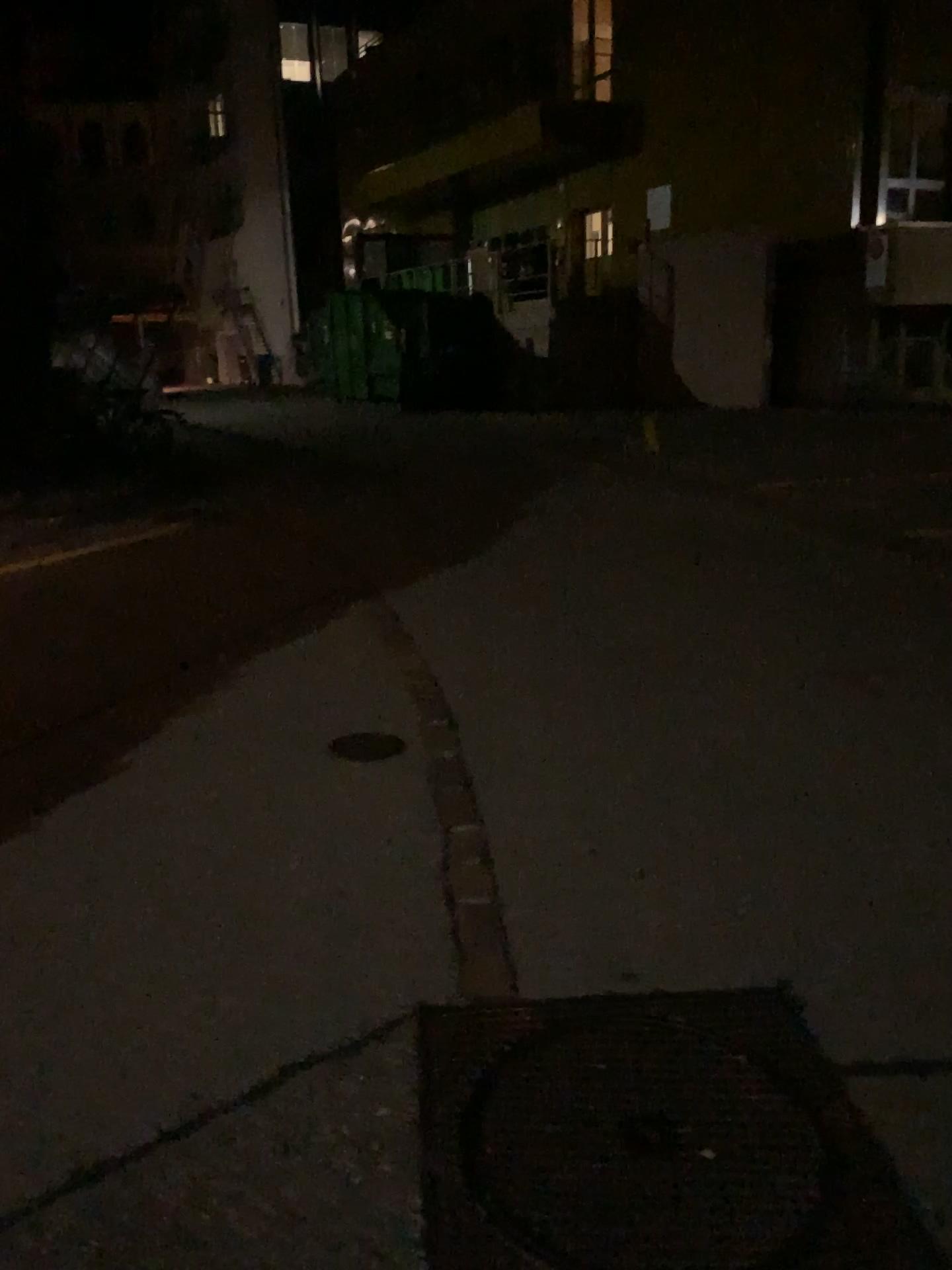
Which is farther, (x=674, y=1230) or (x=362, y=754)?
(x=362, y=754)

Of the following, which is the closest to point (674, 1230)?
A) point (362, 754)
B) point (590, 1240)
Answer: point (590, 1240)

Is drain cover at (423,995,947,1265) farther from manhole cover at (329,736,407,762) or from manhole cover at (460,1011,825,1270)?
manhole cover at (329,736,407,762)

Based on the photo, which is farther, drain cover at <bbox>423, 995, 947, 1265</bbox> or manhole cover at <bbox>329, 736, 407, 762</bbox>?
manhole cover at <bbox>329, 736, 407, 762</bbox>

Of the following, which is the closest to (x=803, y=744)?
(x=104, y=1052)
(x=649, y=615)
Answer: (x=649, y=615)

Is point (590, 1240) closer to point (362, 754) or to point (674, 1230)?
point (674, 1230)

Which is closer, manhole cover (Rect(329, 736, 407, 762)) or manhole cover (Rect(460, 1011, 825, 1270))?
manhole cover (Rect(460, 1011, 825, 1270))

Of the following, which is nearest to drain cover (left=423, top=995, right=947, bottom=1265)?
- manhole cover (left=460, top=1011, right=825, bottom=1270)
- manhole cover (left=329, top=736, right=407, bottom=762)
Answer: manhole cover (left=460, top=1011, right=825, bottom=1270)
